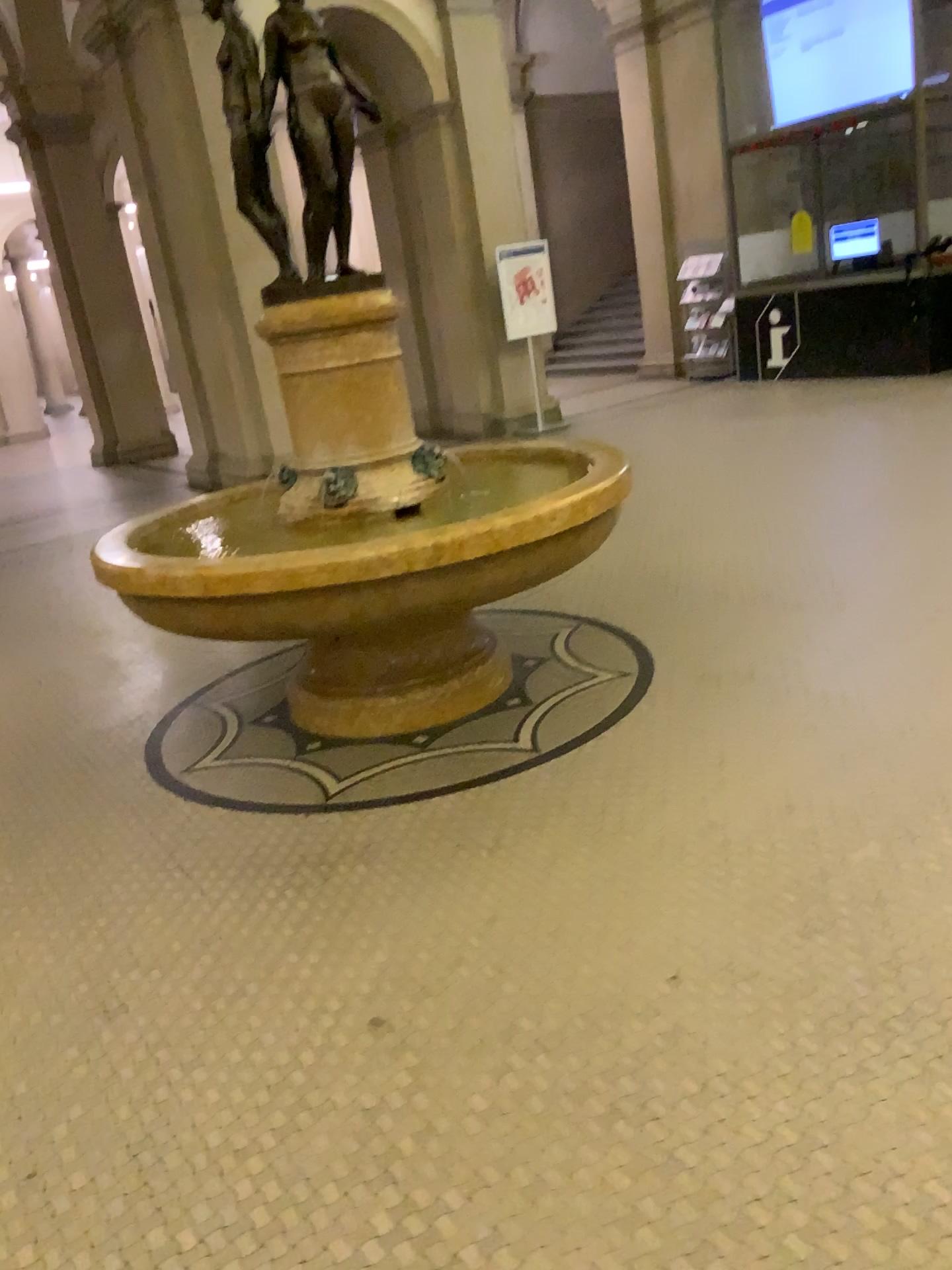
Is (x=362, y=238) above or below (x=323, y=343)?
above
